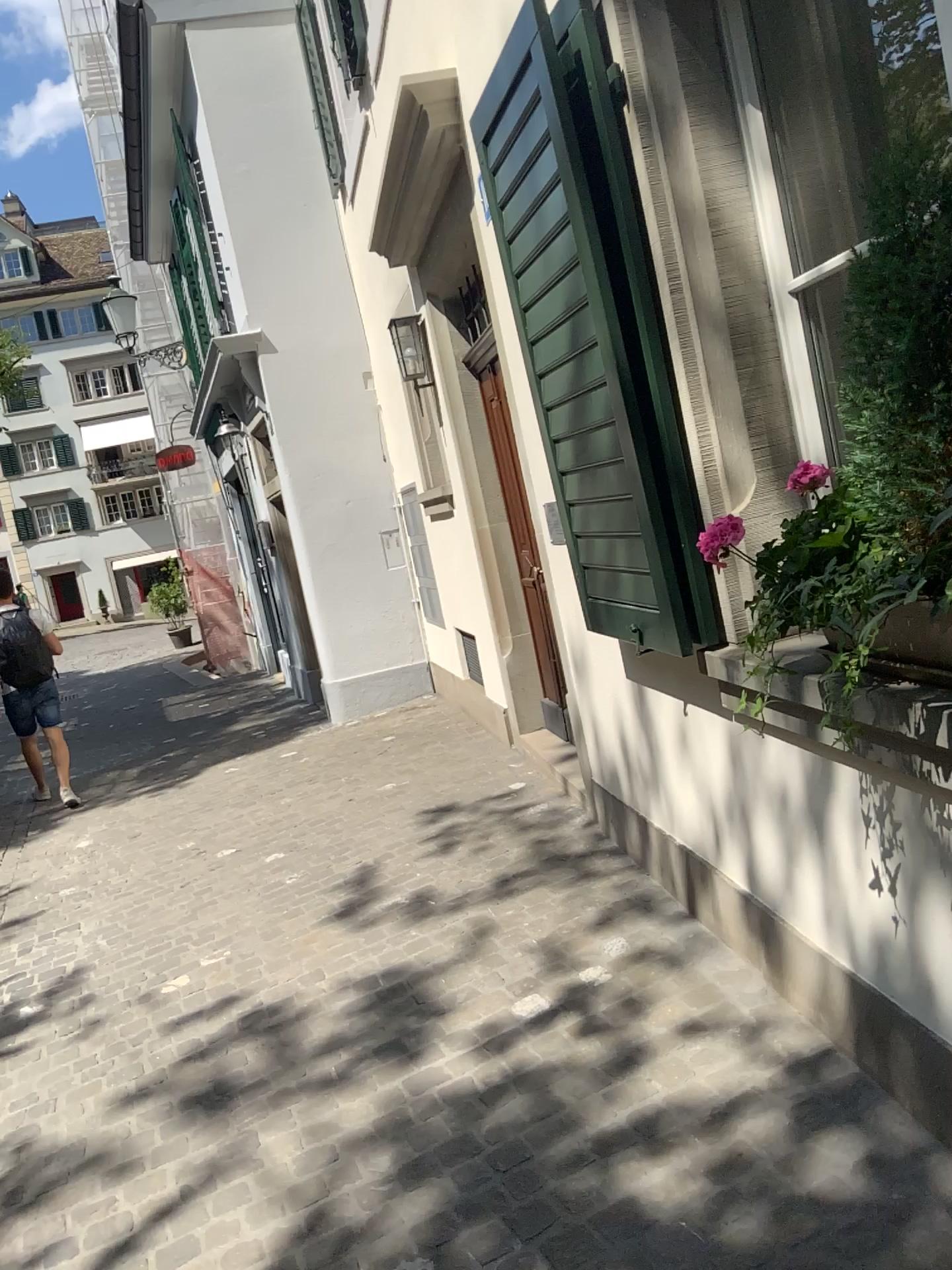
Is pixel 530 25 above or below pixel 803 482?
above

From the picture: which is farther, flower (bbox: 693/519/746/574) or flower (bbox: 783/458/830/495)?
flower (bbox: 693/519/746/574)

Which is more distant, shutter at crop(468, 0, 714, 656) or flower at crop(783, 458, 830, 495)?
shutter at crop(468, 0, 714, 656)

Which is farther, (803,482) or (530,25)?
(530,25)

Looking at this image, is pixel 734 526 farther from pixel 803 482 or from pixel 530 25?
pixel 530 25

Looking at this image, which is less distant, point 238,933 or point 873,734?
point 873,734
